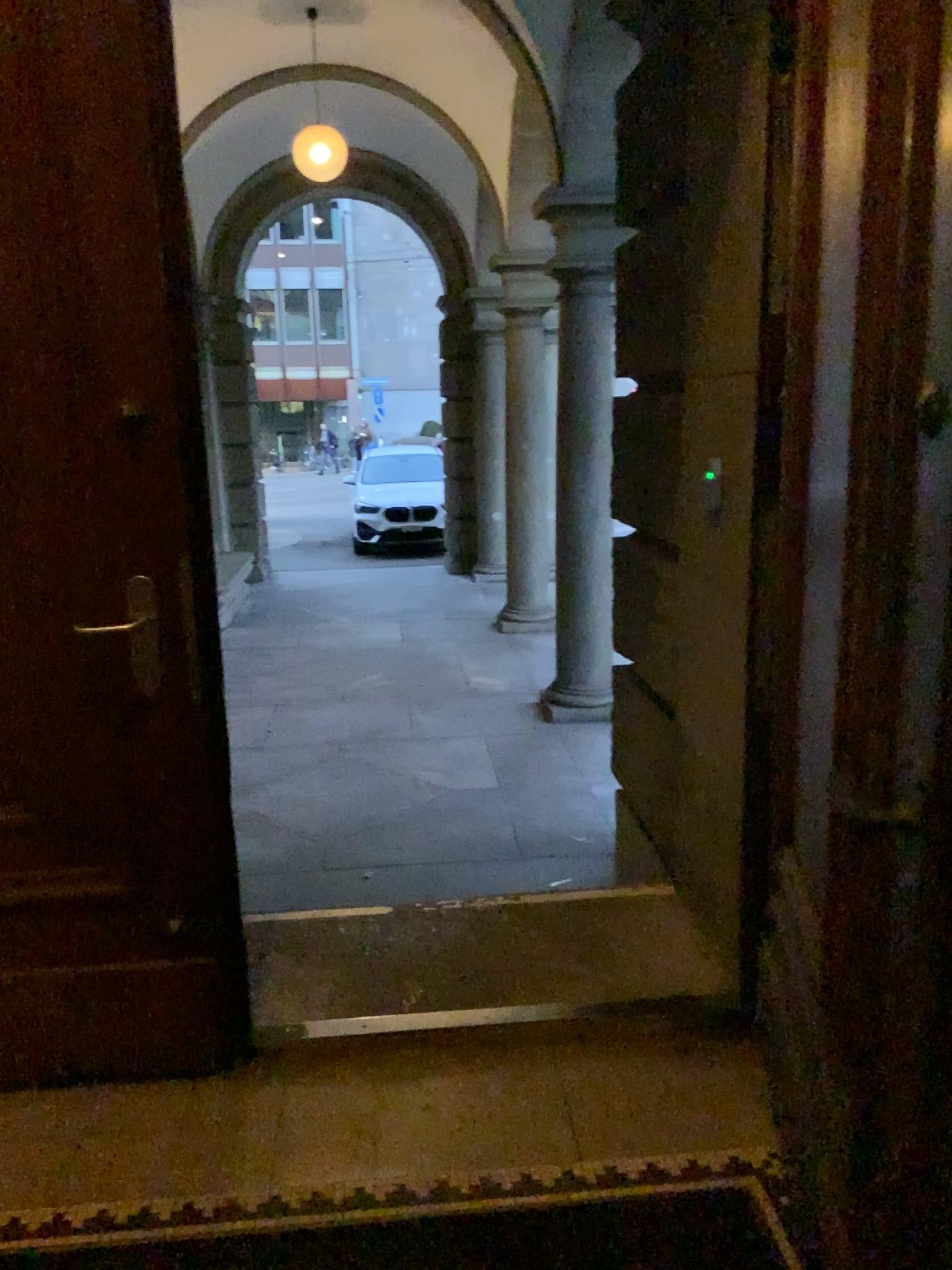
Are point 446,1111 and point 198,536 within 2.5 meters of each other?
yes
